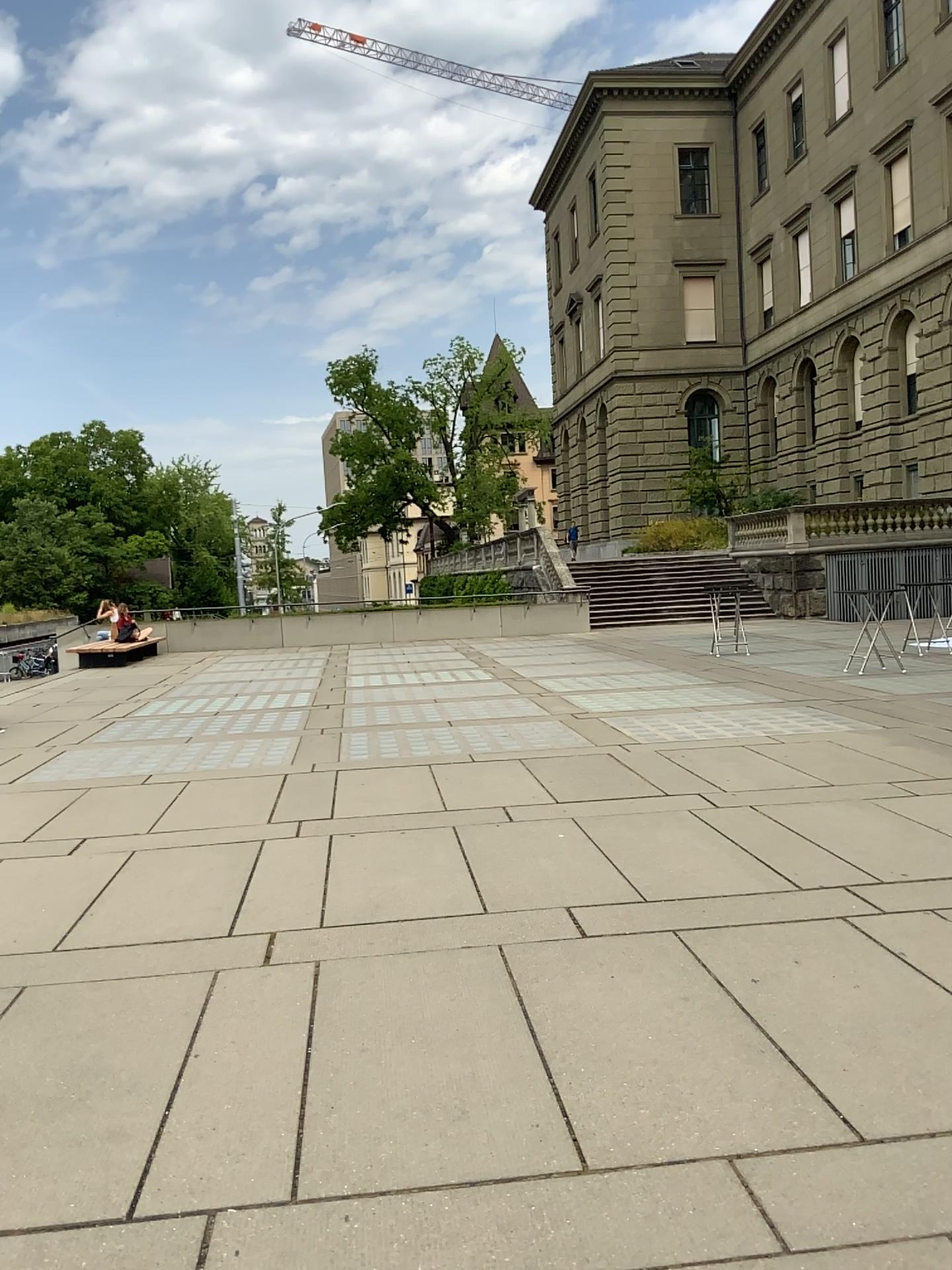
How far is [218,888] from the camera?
5.2m
